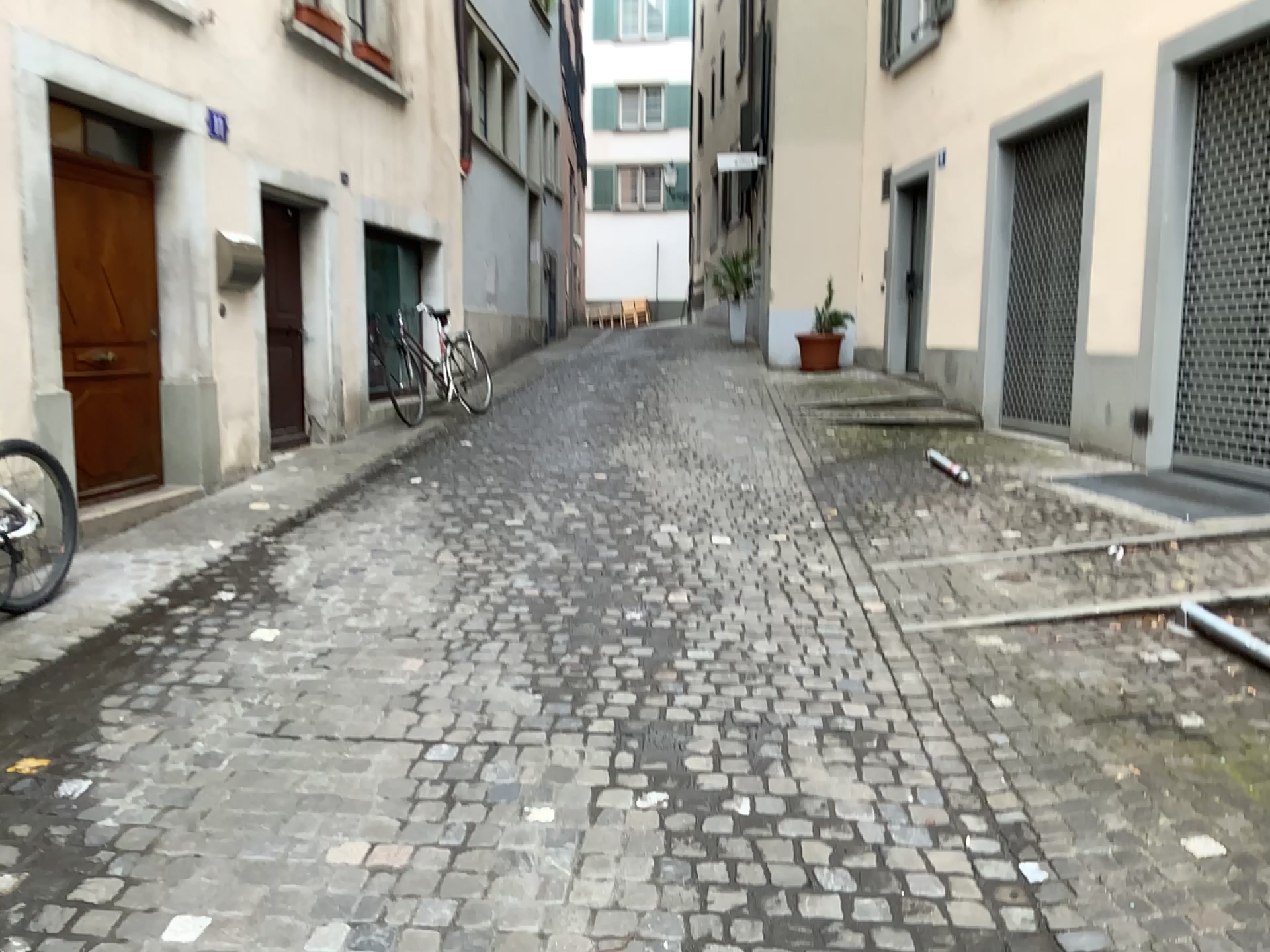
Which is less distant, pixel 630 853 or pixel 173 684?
pixel 630 853
